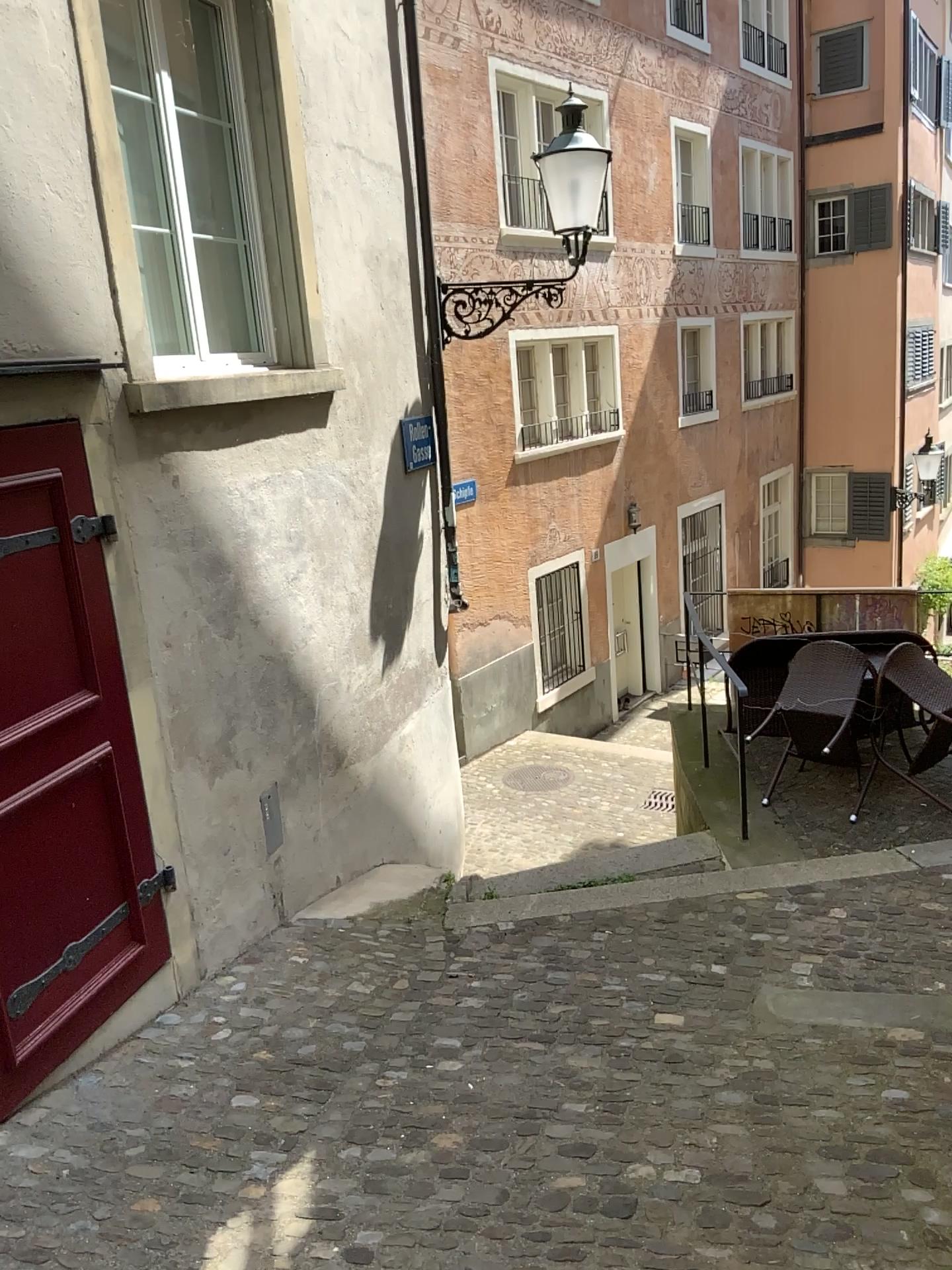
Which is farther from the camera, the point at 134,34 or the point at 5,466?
the point at 134,34

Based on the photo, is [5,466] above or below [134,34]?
below

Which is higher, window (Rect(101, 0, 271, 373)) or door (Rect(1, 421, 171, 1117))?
window (Rect(101, 0, 271, 373))

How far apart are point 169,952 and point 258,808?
0.89m

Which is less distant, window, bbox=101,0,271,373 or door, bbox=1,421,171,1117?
door, bbox=1,421,171,1117
